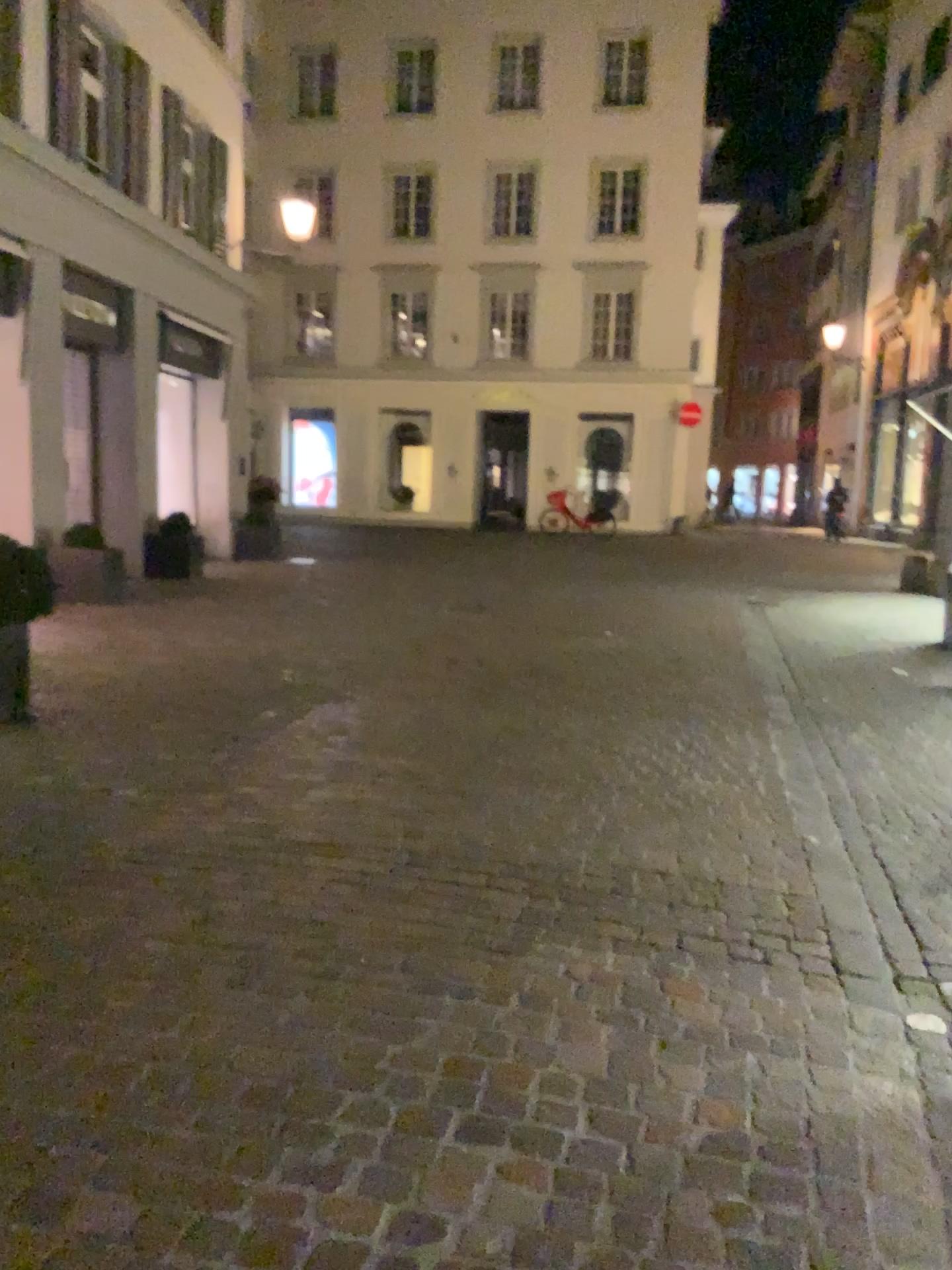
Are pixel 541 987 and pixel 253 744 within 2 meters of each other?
no
